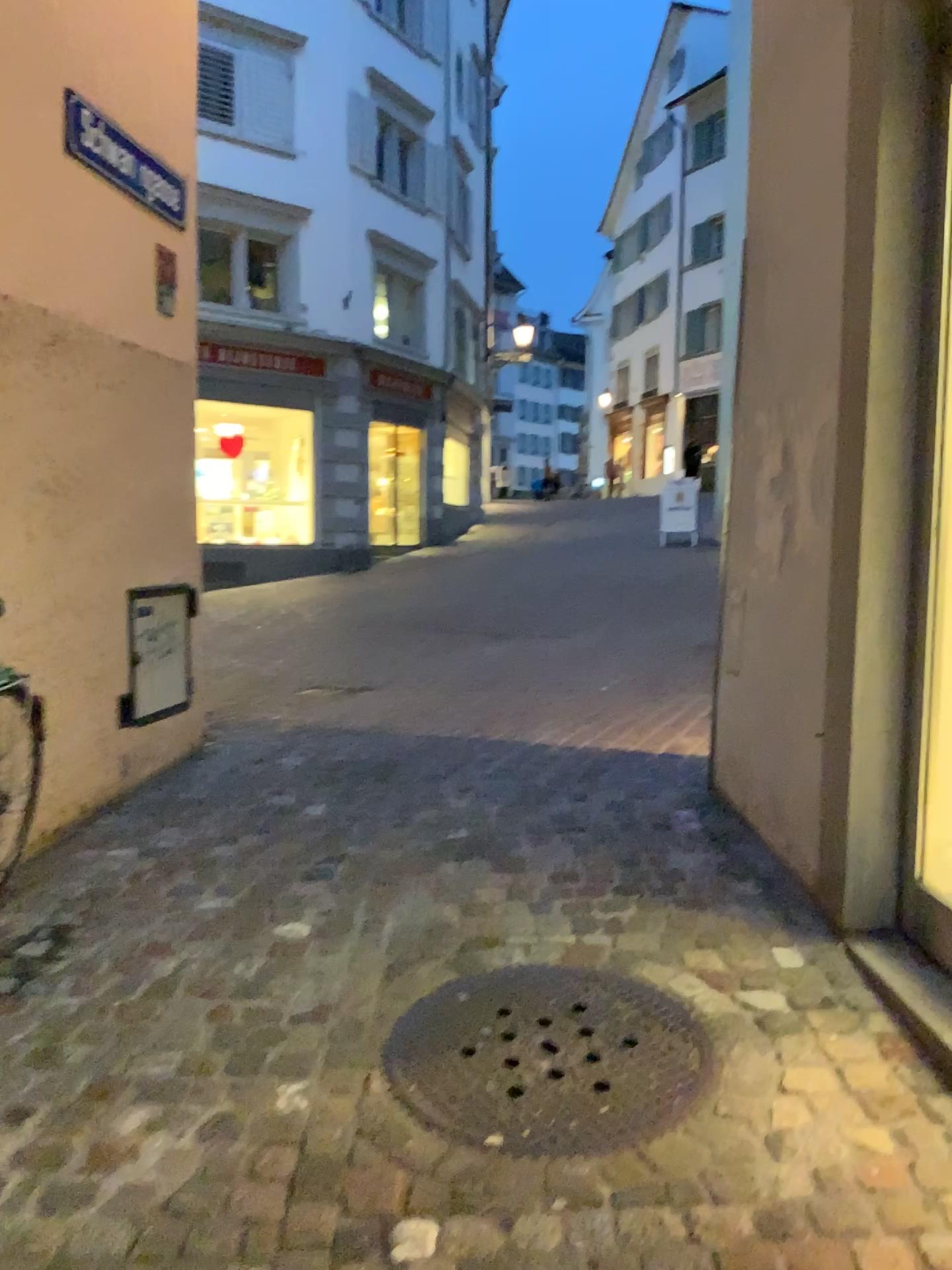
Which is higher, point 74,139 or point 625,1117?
point 74,139

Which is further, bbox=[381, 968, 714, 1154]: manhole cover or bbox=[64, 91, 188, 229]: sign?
bbox=[64, 91, 188, 229]: sign

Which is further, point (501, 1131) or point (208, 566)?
point (208, 566)

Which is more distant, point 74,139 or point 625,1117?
point 74,139

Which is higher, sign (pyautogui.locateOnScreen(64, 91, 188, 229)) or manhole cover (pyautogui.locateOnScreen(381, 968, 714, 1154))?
sign (pyautogui.locateOnScreen(64, 91, 188, 229))
